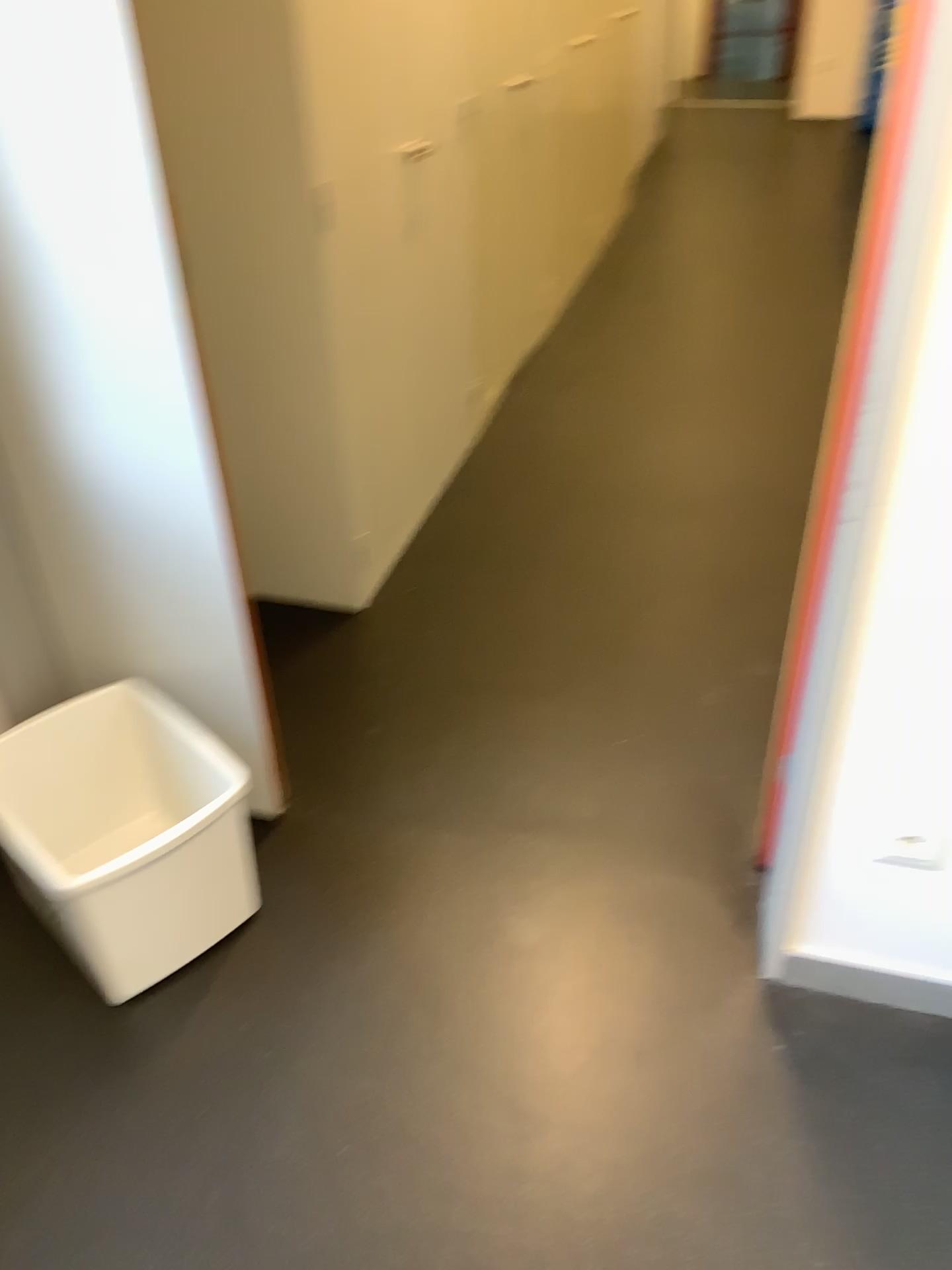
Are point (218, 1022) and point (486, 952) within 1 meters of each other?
yes
